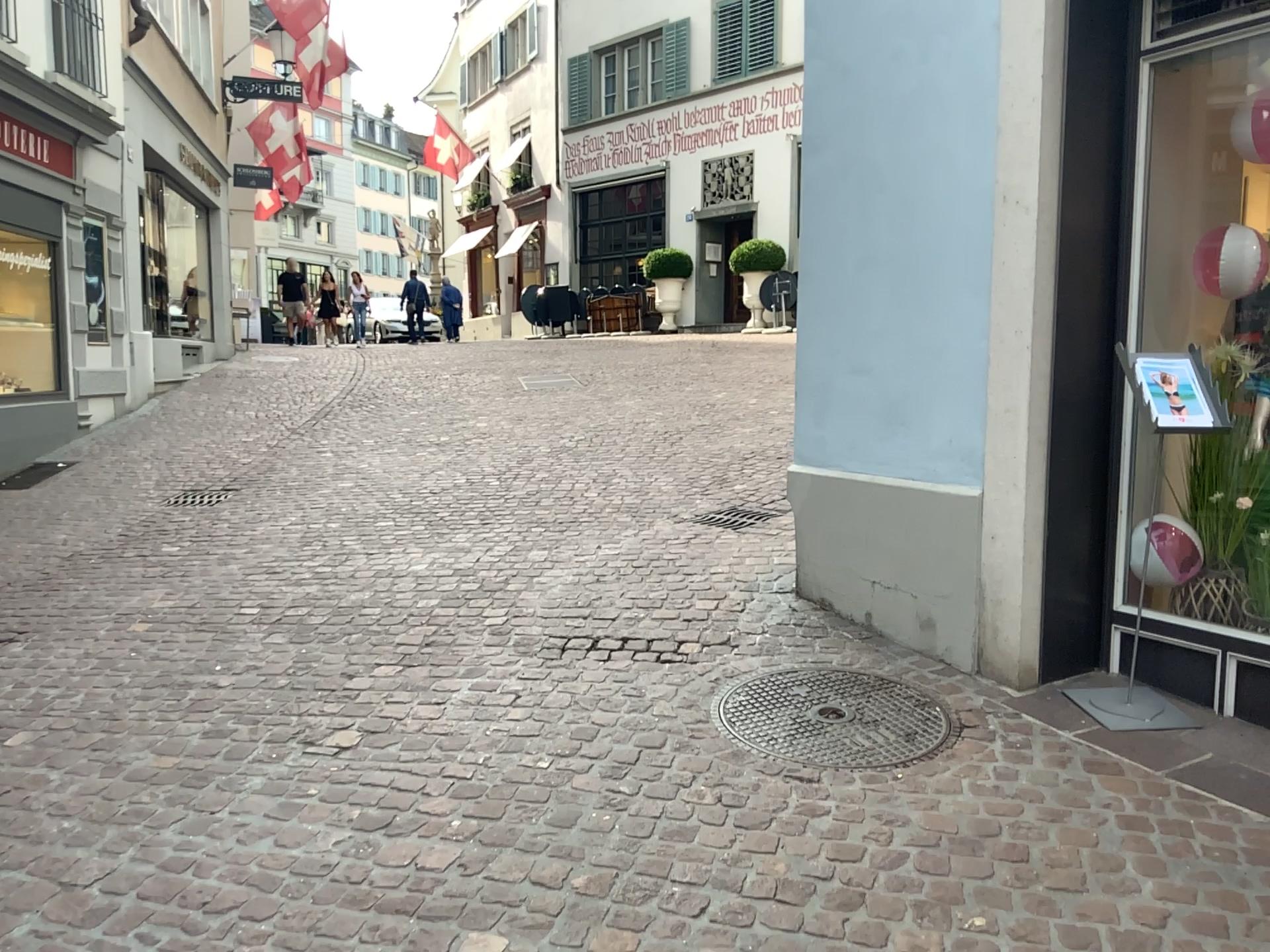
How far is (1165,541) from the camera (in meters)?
3.15

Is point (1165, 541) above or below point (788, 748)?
above

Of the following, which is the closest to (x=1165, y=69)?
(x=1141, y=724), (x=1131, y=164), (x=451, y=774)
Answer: (x=1131, y=164)

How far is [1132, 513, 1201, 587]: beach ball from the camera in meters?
3.1

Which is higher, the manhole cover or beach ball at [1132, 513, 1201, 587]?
beach ball at [1132, 513, 1201, 587]
